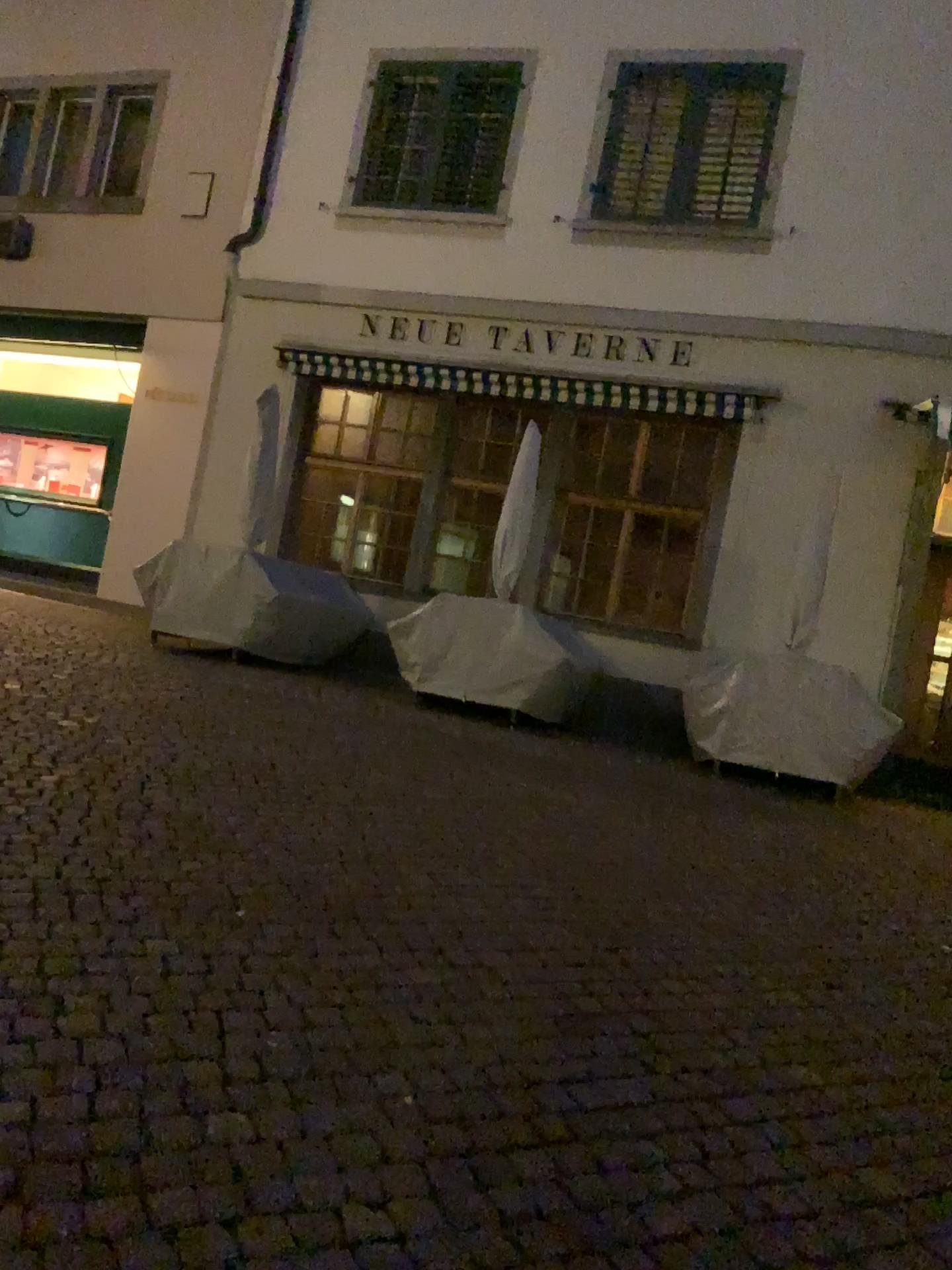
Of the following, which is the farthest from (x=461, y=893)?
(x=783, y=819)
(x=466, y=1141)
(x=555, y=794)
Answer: (x=783, y=819)
